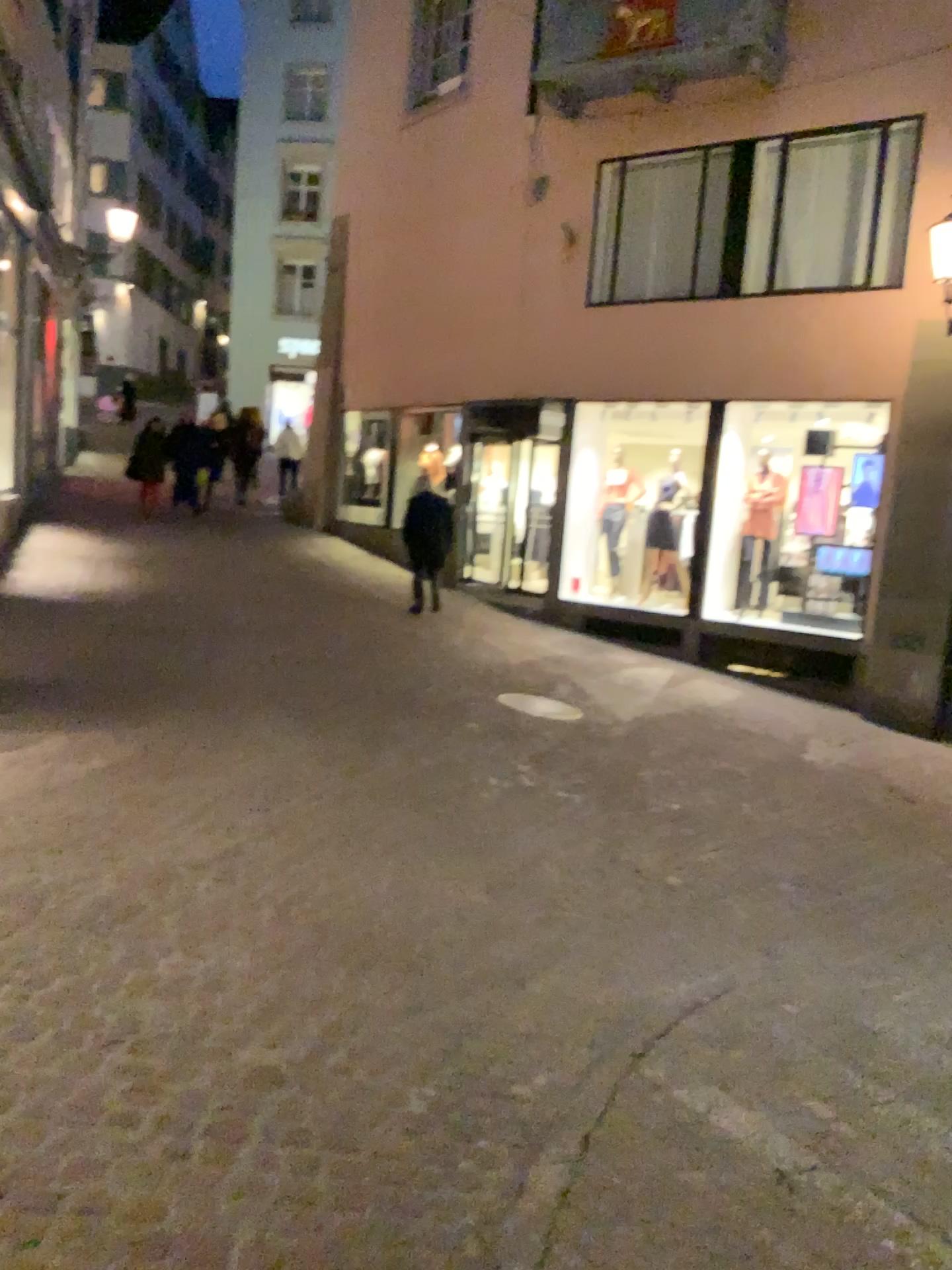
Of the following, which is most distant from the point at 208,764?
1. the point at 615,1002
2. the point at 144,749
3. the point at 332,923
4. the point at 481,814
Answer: the point at 615,1002
